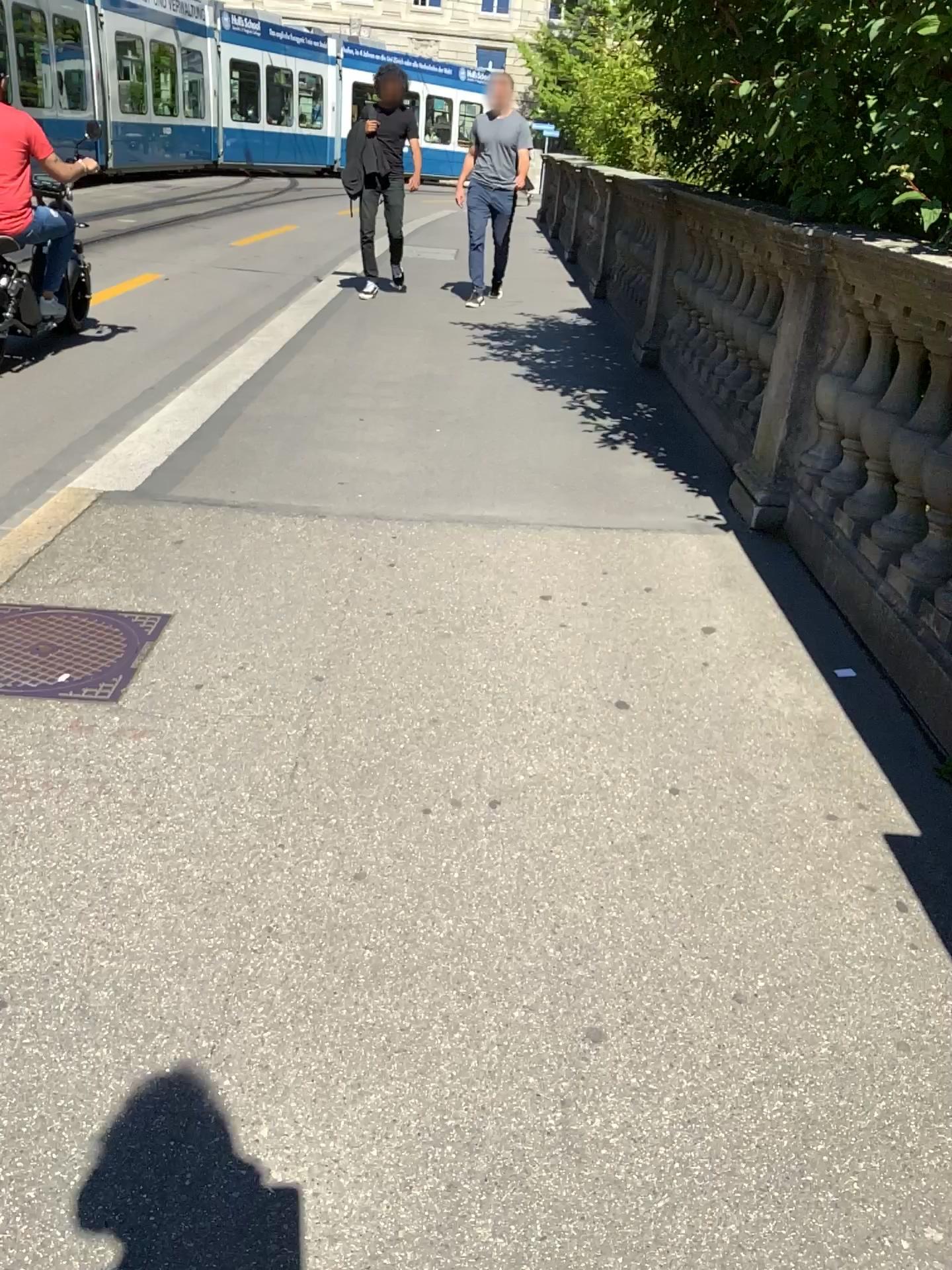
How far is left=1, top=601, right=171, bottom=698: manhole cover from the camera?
2.6m

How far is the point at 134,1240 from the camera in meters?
1.3

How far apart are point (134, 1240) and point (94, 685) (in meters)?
1.48

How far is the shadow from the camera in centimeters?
134cm

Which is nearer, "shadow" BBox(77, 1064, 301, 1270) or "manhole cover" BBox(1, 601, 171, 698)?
"shadow" BBox(77, 1064, 301, 1270)

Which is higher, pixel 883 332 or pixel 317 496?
pixel 883 332

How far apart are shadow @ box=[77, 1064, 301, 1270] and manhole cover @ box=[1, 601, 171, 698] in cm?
→ 119

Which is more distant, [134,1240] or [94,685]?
[94,685]
